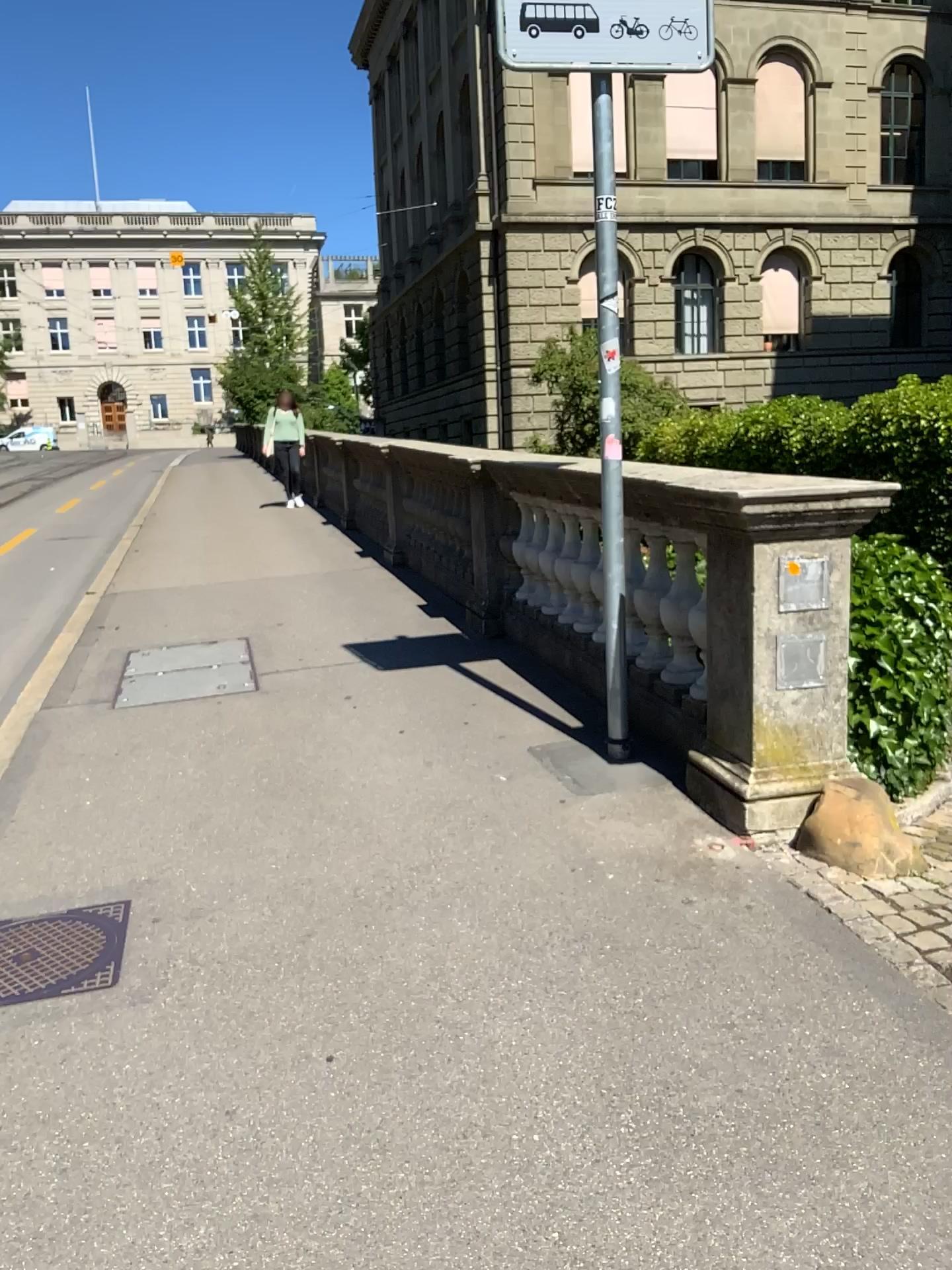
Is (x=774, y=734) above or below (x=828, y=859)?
above
